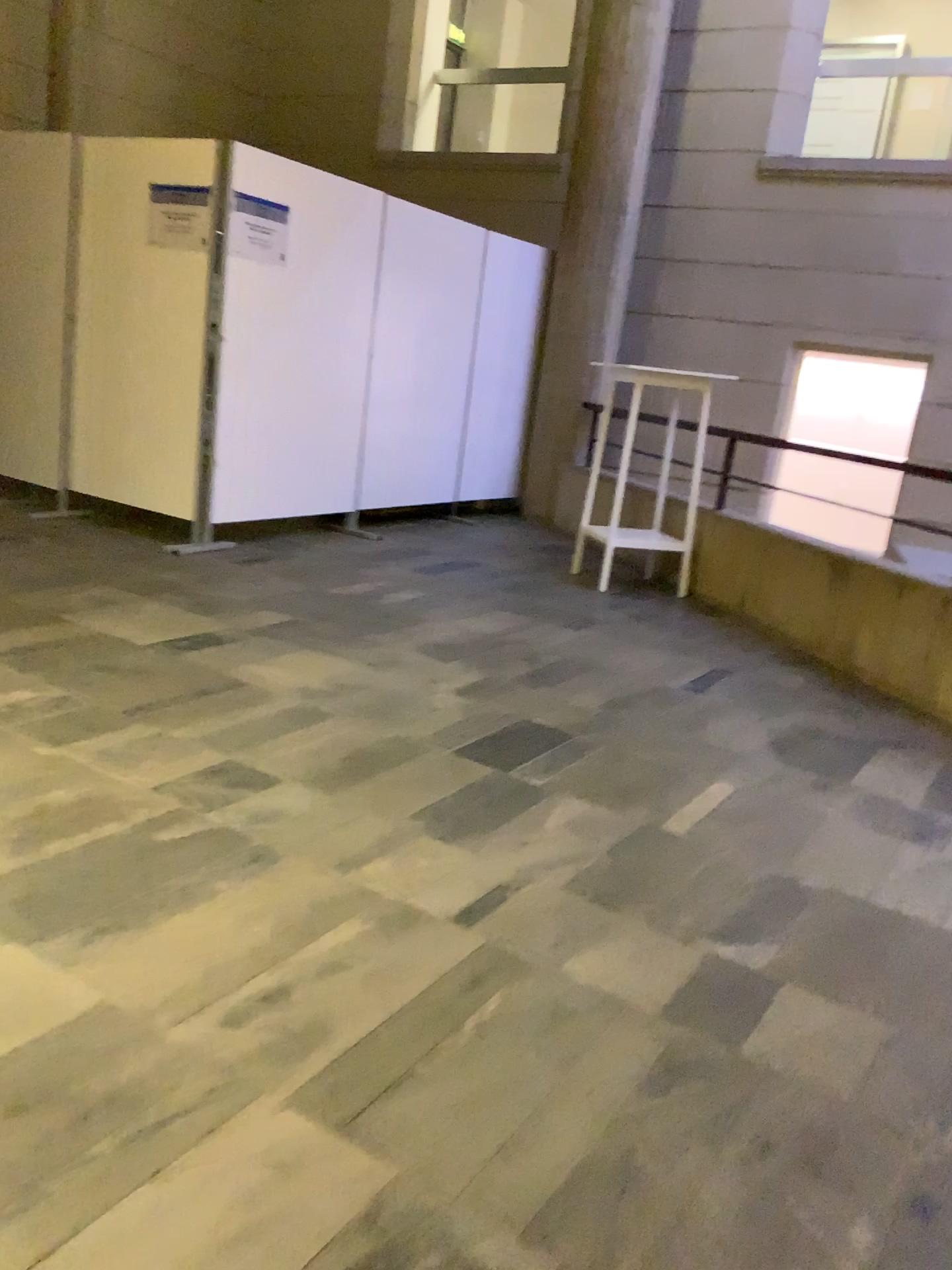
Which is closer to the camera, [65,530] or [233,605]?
[233,605]
